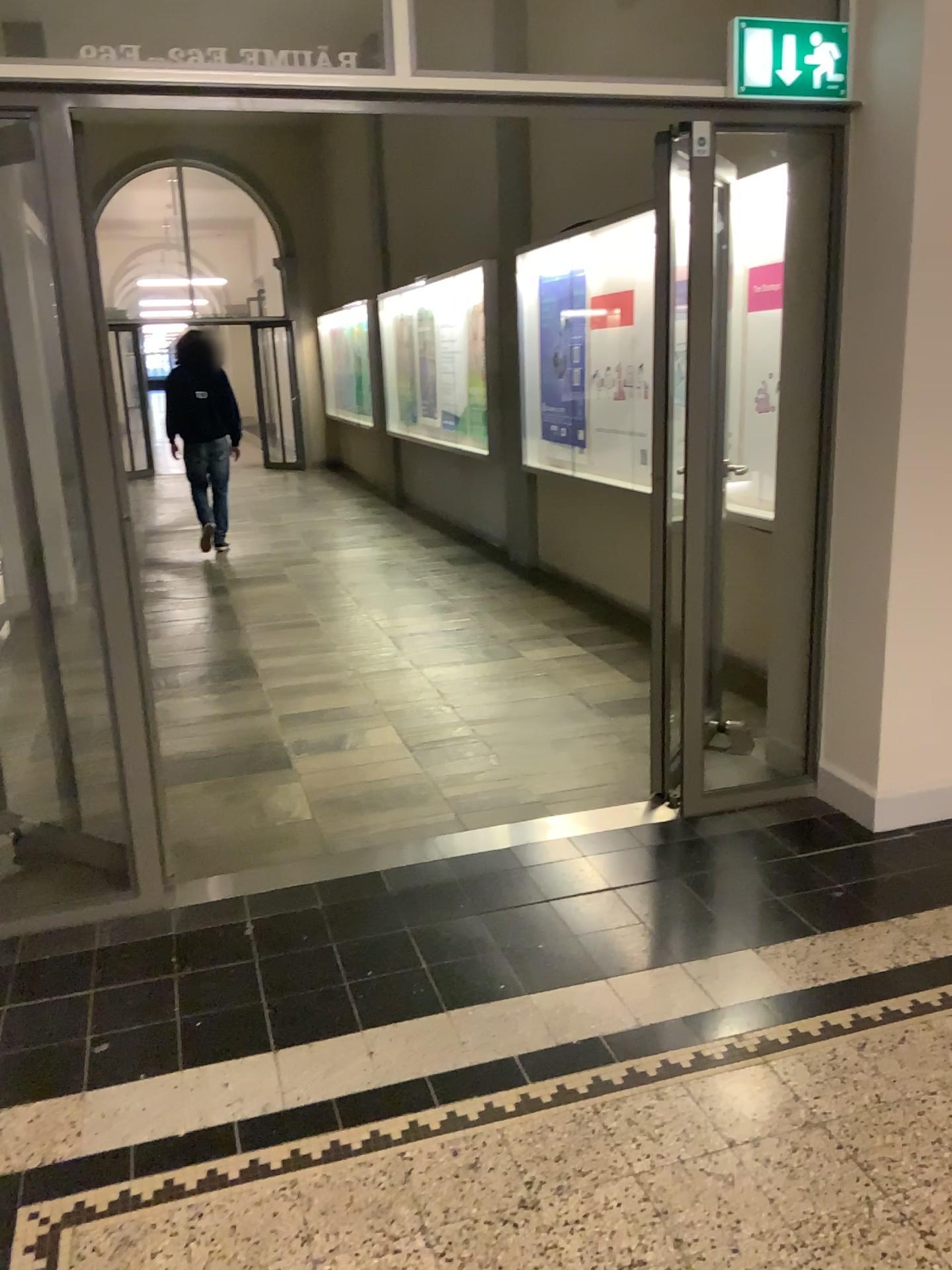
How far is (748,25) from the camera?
2.9m

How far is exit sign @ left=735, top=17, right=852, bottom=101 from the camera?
2.92m

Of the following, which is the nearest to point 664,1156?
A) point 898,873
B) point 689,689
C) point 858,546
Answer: point 898,873
